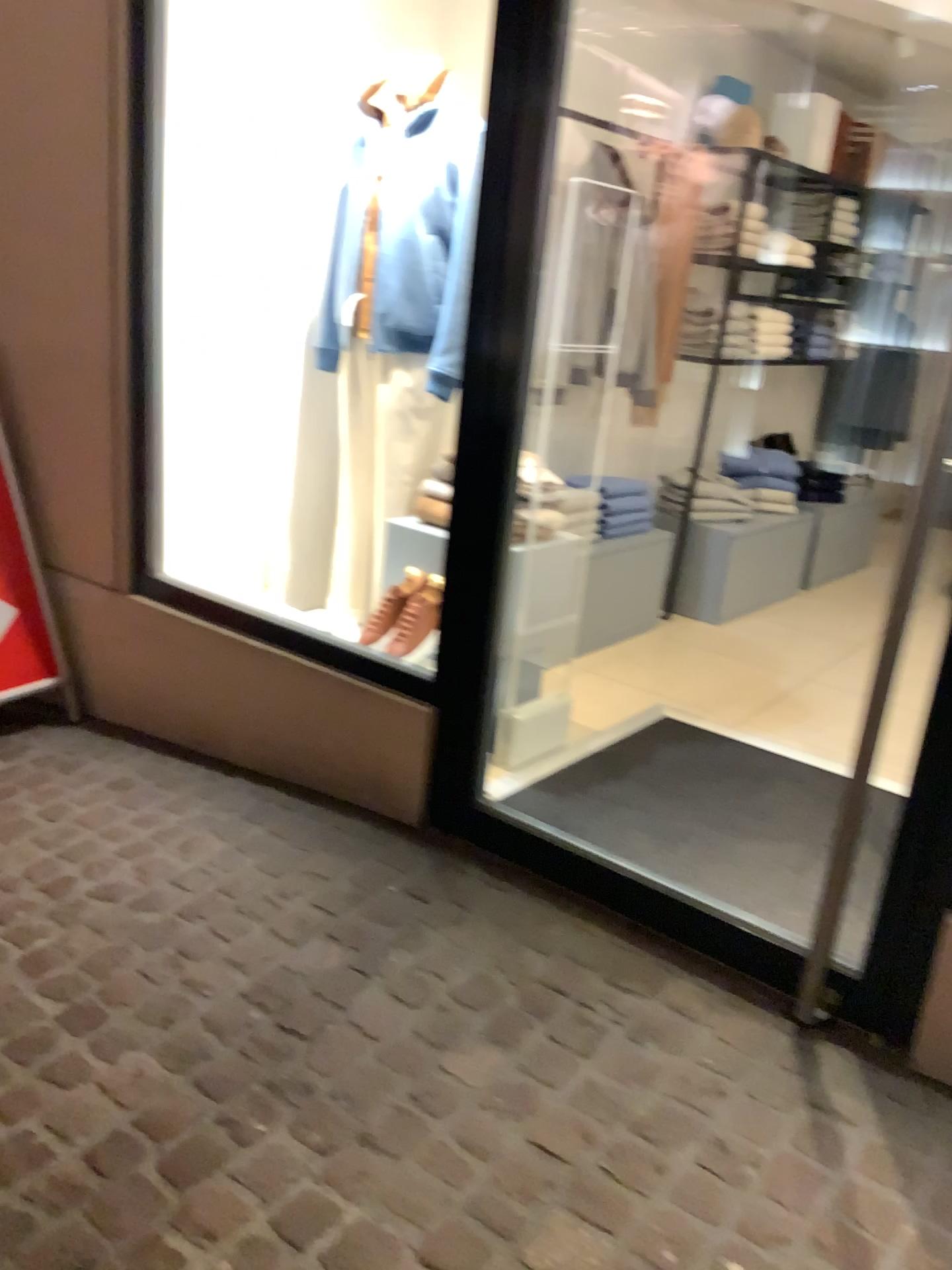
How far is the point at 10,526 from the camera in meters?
3.2

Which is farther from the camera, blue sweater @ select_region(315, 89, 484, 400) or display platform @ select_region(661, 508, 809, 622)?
display platform @ select_region(661, 508, 809, 622)

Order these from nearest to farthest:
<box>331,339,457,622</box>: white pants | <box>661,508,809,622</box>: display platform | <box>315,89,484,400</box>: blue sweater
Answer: <box>315,89,484,400</box>: blue sweater, <box>331,339,457,622</box>: white pants, <box>661,508,809,622</box>: display platform

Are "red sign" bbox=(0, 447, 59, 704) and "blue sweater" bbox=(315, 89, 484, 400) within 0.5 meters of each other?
no

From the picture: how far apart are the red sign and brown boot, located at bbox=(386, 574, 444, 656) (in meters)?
1.12

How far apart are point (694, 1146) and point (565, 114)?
3.04m

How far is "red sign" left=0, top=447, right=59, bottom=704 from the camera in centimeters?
324cm

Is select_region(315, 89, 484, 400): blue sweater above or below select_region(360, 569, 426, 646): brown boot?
above

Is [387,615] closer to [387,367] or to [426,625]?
[426,625]

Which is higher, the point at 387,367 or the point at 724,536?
the point at 387,367
